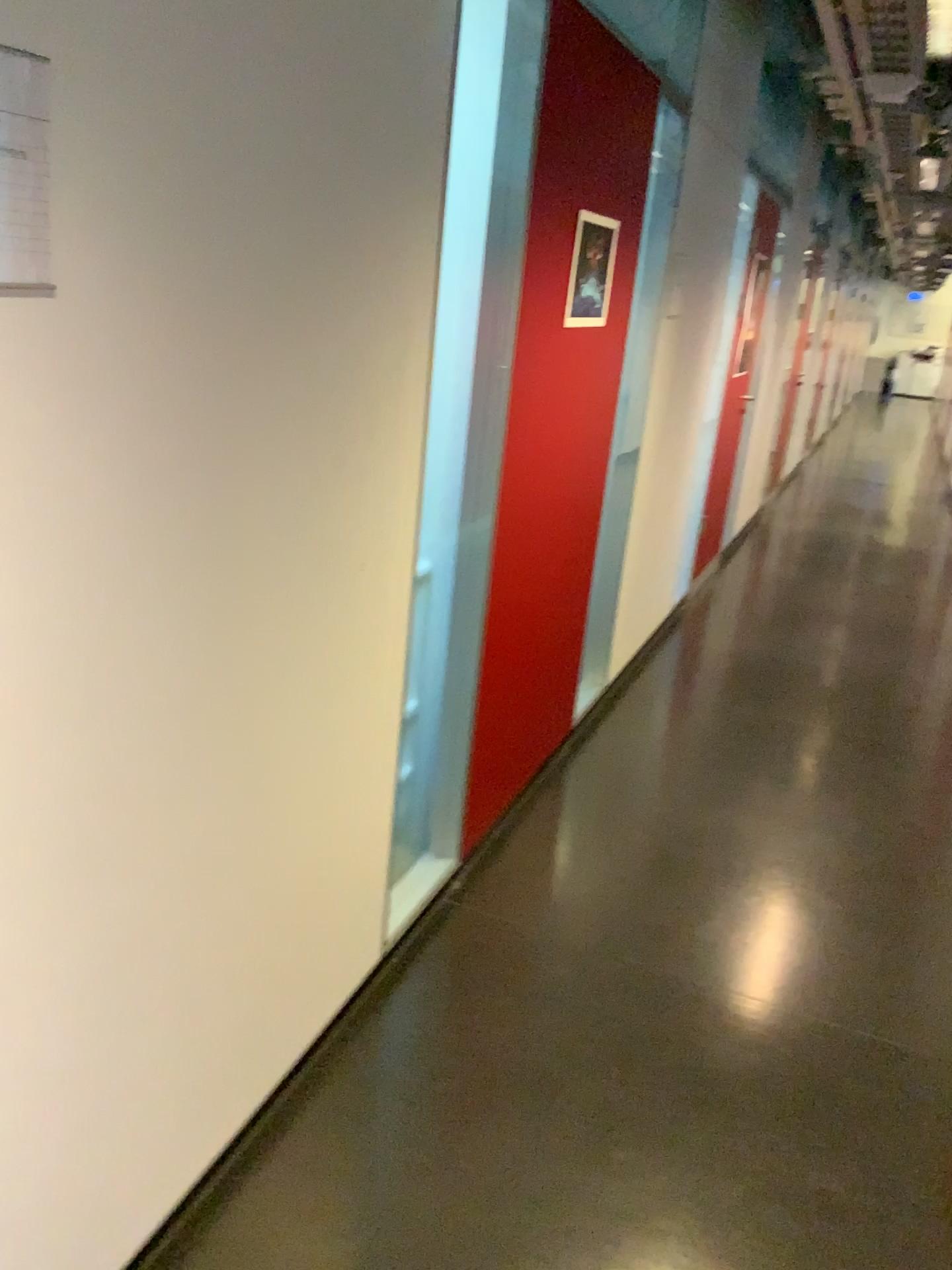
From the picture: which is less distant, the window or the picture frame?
the window

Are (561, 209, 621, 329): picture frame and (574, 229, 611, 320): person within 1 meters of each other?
yes

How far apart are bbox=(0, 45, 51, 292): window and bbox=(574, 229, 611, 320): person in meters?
1.9 m

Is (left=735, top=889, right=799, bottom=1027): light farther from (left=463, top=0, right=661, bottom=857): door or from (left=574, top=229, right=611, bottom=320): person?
(left=574, top=229, right=611, bottom=320): person

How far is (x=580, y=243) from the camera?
2.7 meters

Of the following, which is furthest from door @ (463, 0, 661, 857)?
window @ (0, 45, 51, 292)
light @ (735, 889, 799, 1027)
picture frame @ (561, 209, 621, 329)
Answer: window @ (0, 45, 51, 292)

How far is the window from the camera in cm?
99

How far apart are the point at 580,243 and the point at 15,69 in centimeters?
194cm

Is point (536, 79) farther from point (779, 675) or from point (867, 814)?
point (779, 675)

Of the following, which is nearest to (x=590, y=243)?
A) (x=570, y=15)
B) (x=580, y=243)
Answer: (x=580, y=243)
